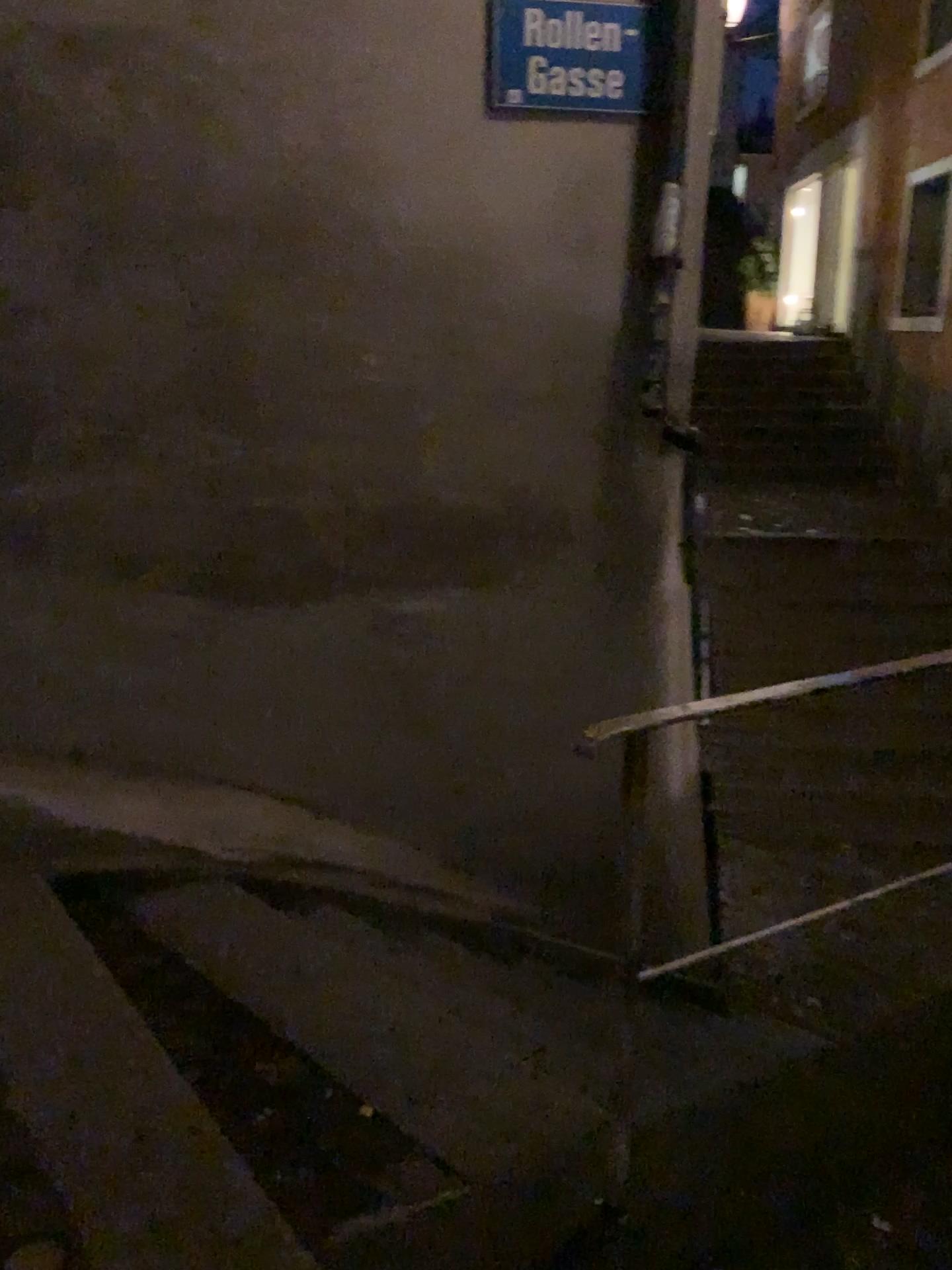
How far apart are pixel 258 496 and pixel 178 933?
1.3m

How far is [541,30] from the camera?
3.0 meters

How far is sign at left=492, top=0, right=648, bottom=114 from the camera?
3.03m
